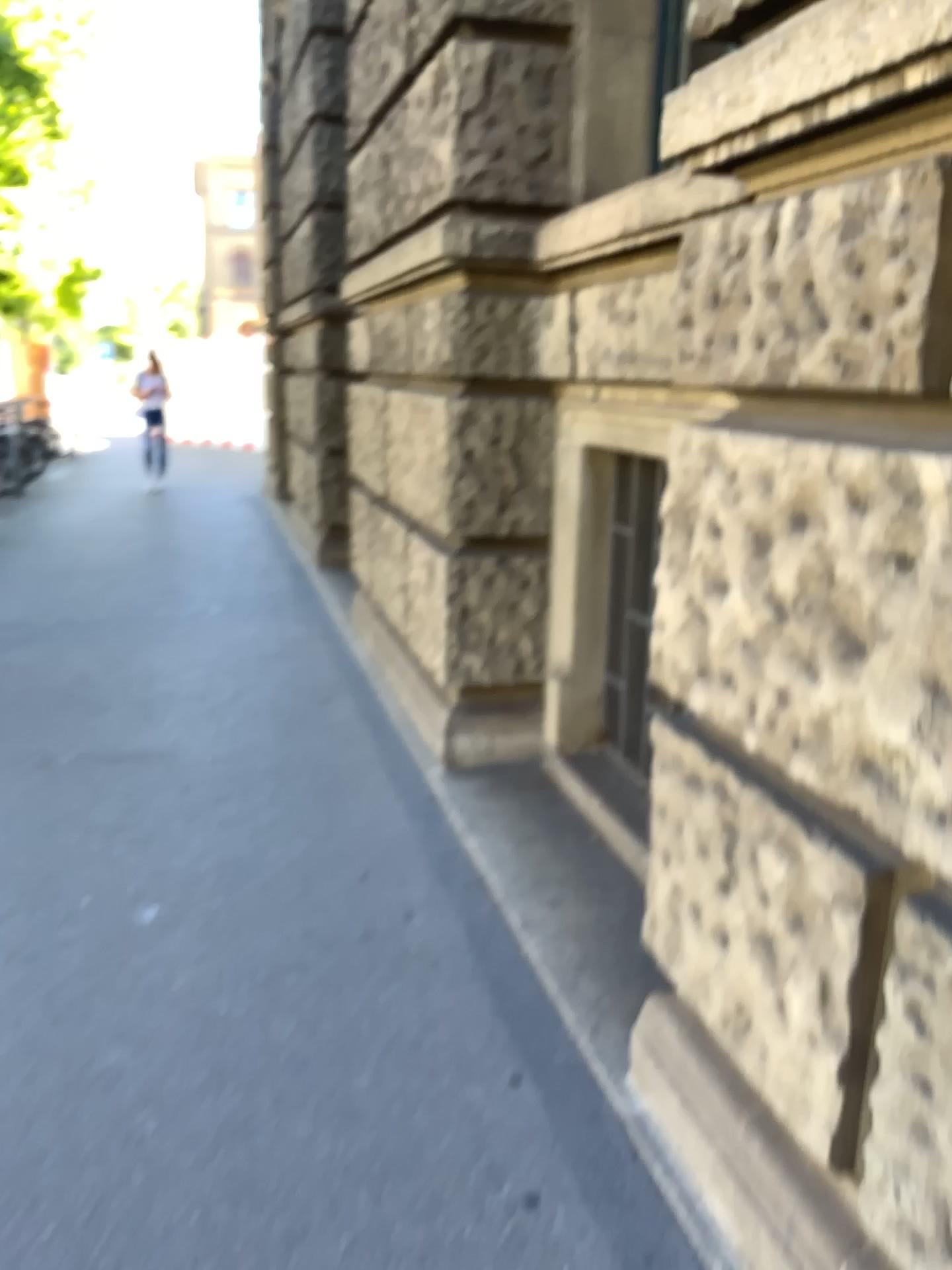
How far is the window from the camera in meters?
3.3

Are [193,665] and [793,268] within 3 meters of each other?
no

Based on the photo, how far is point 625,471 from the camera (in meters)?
3.27
